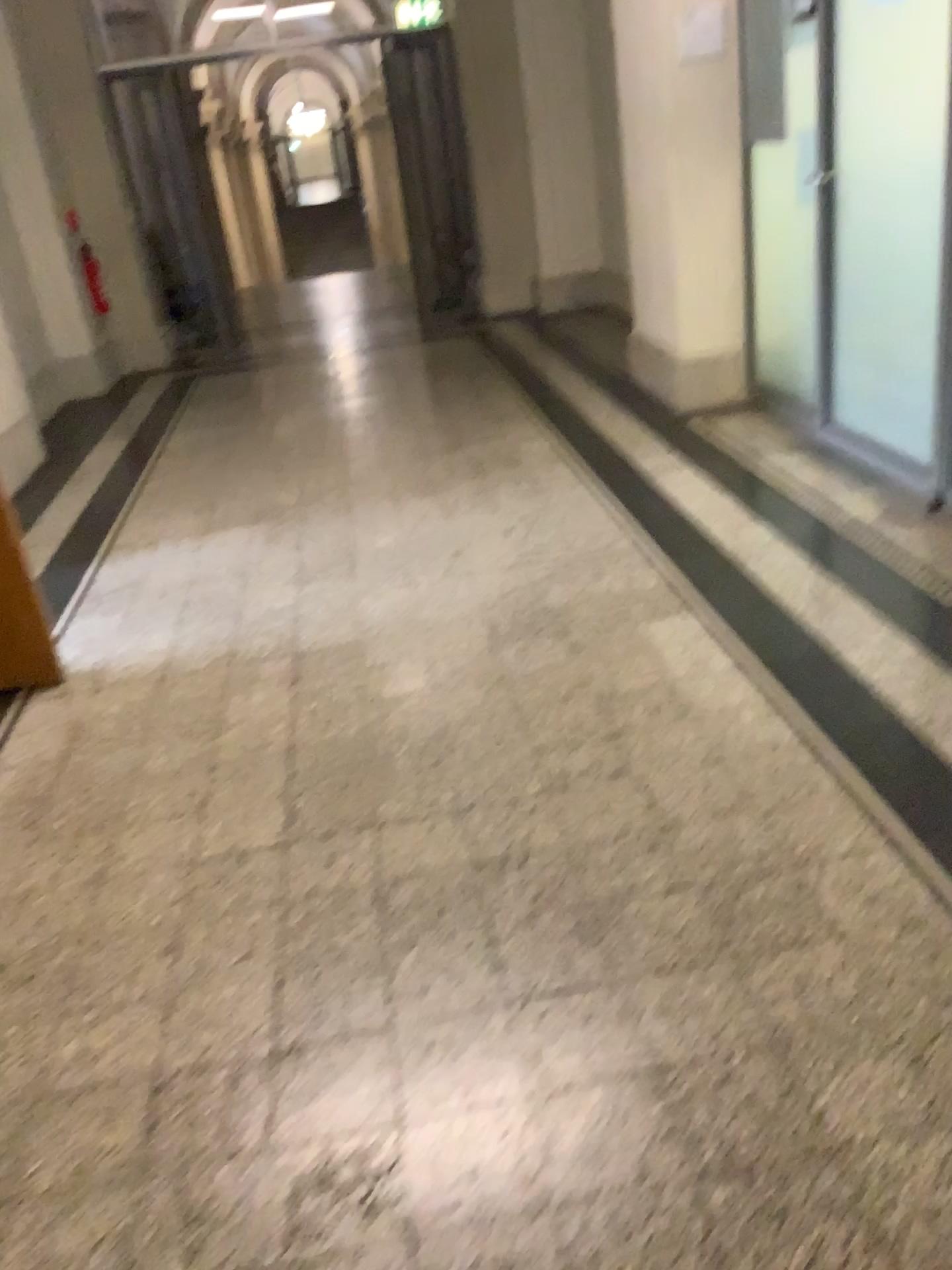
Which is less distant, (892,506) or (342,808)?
(342,808)
